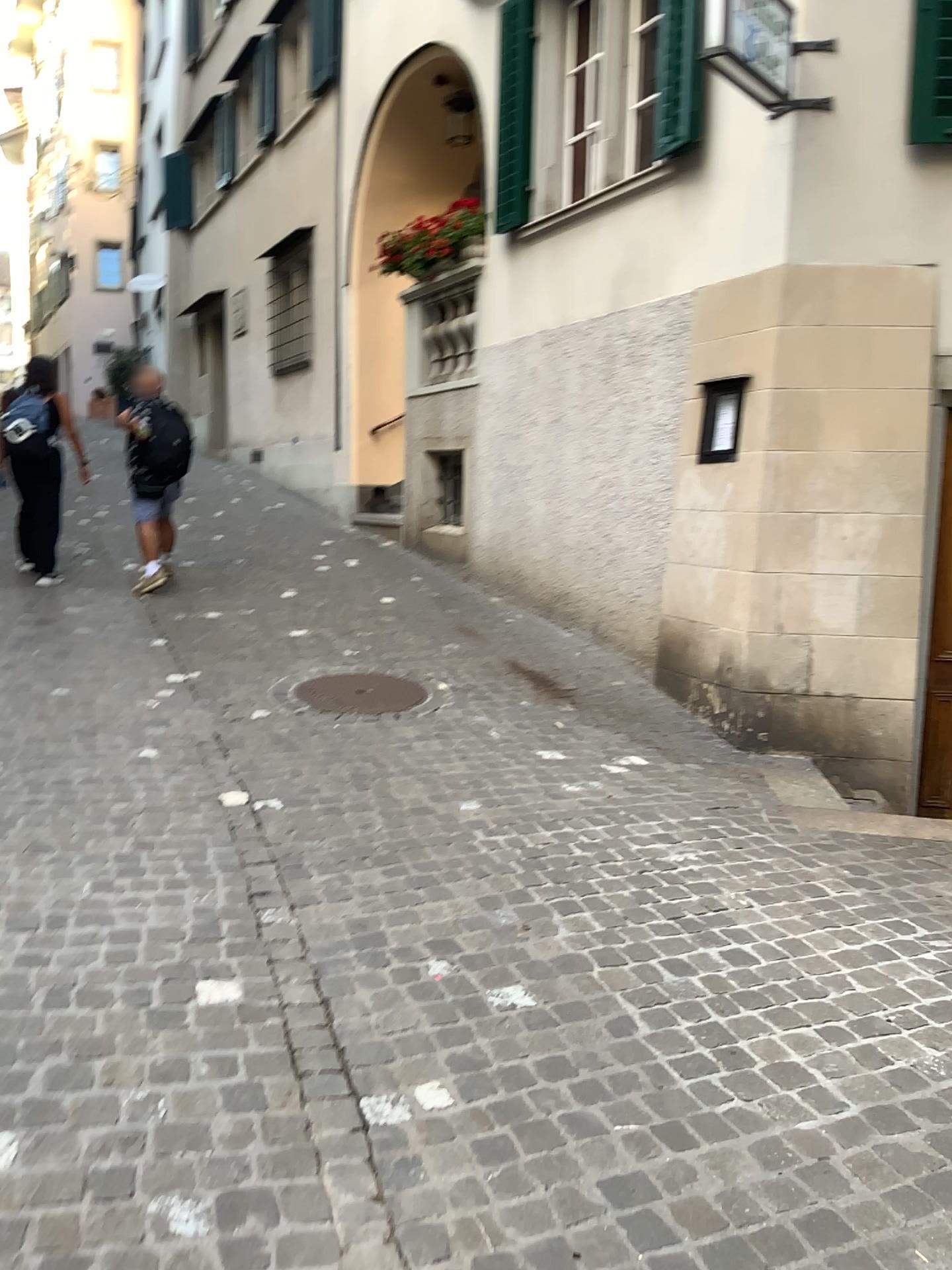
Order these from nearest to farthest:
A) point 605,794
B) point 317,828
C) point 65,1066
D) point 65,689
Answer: point 65,1066 < point 317,828 < point 605,794 < point 65,689
